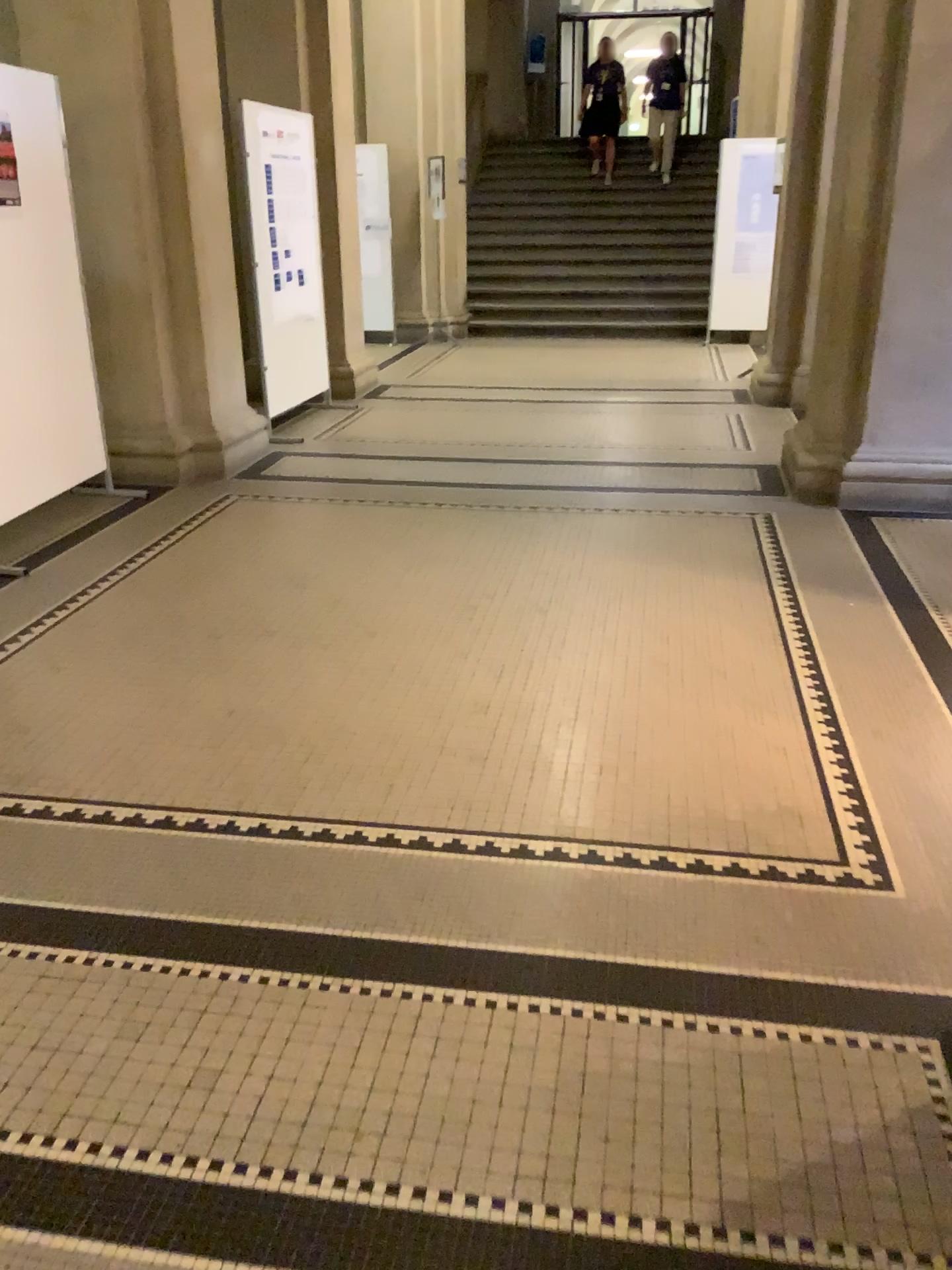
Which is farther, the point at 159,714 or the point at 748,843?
the point at 159,714
